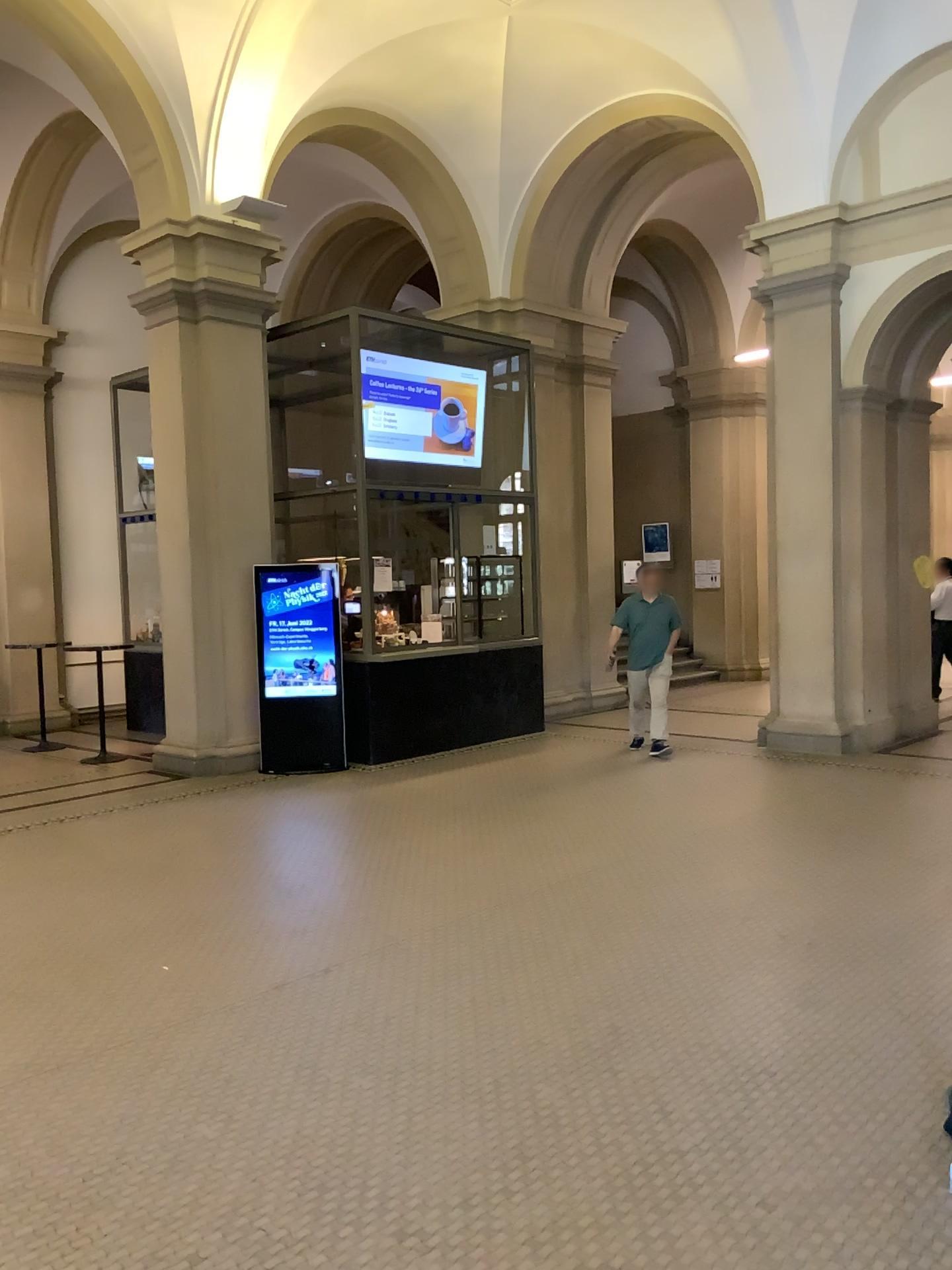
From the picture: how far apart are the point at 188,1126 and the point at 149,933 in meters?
1.8 m
